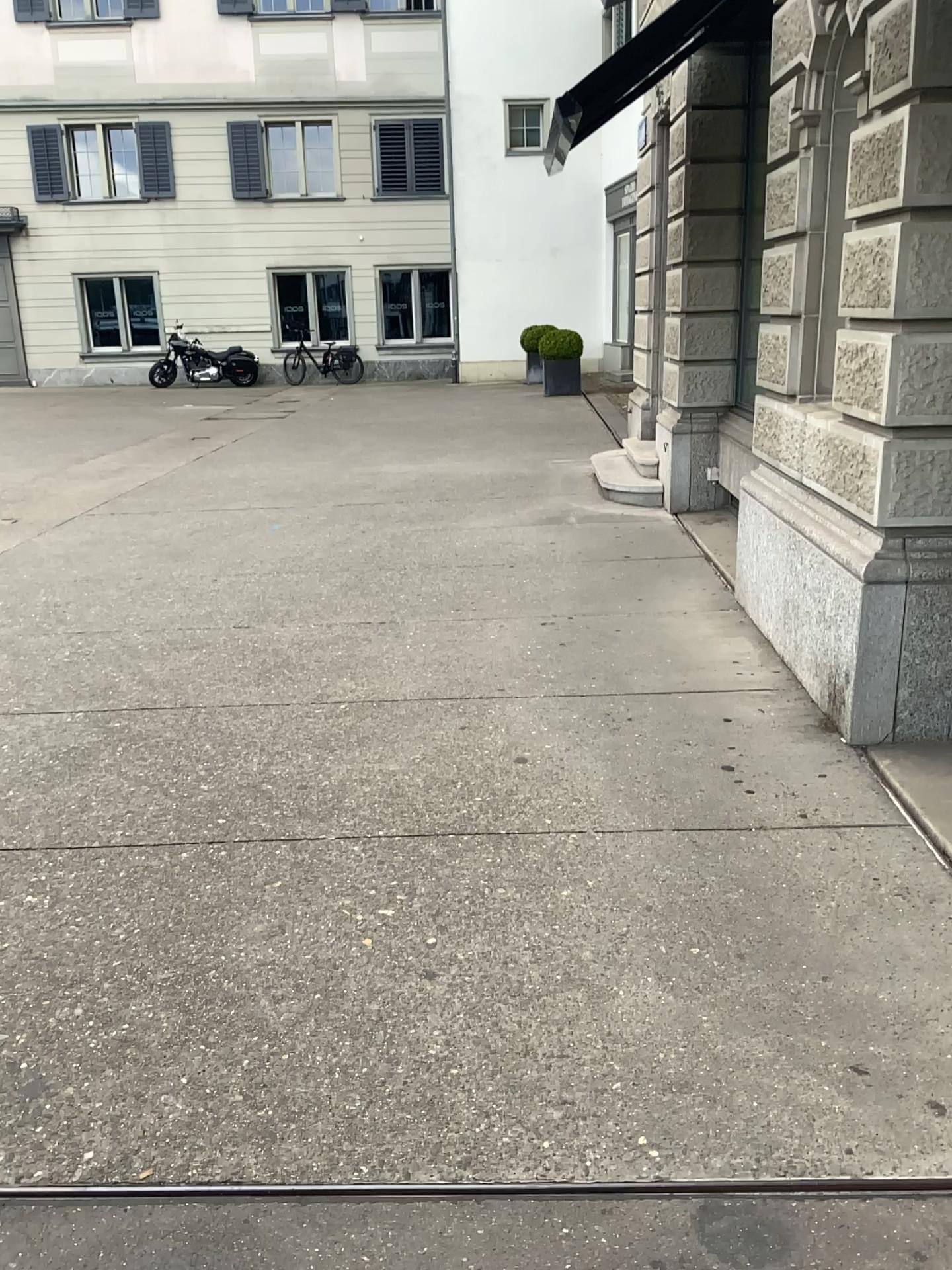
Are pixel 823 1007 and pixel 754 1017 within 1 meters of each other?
yes
